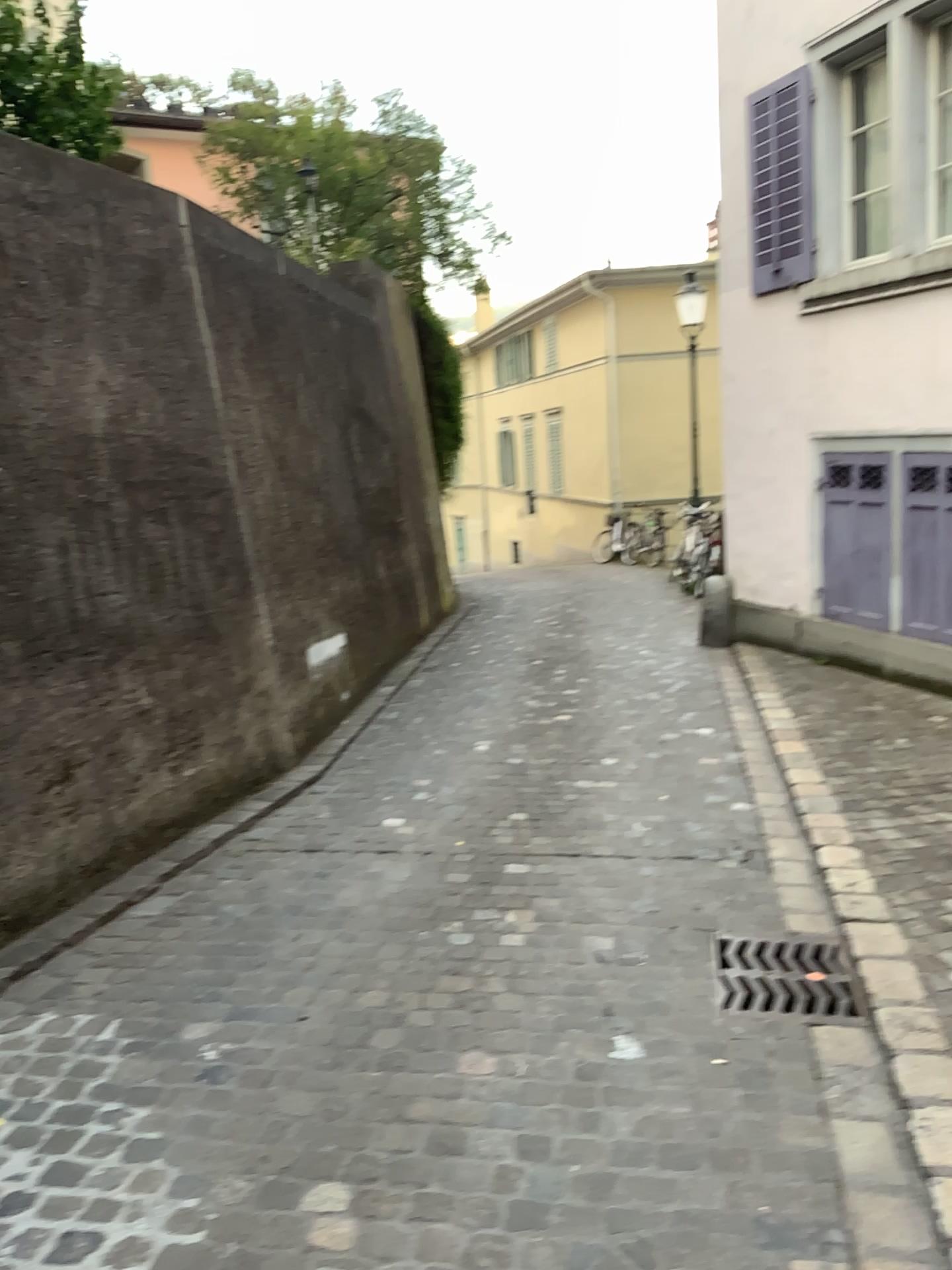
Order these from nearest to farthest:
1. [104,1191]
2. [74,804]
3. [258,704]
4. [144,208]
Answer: [104,1191] < [74,804] < [144,208] < [258,704]

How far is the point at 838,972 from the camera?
3.16m

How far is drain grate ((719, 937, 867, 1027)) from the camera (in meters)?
3.16
